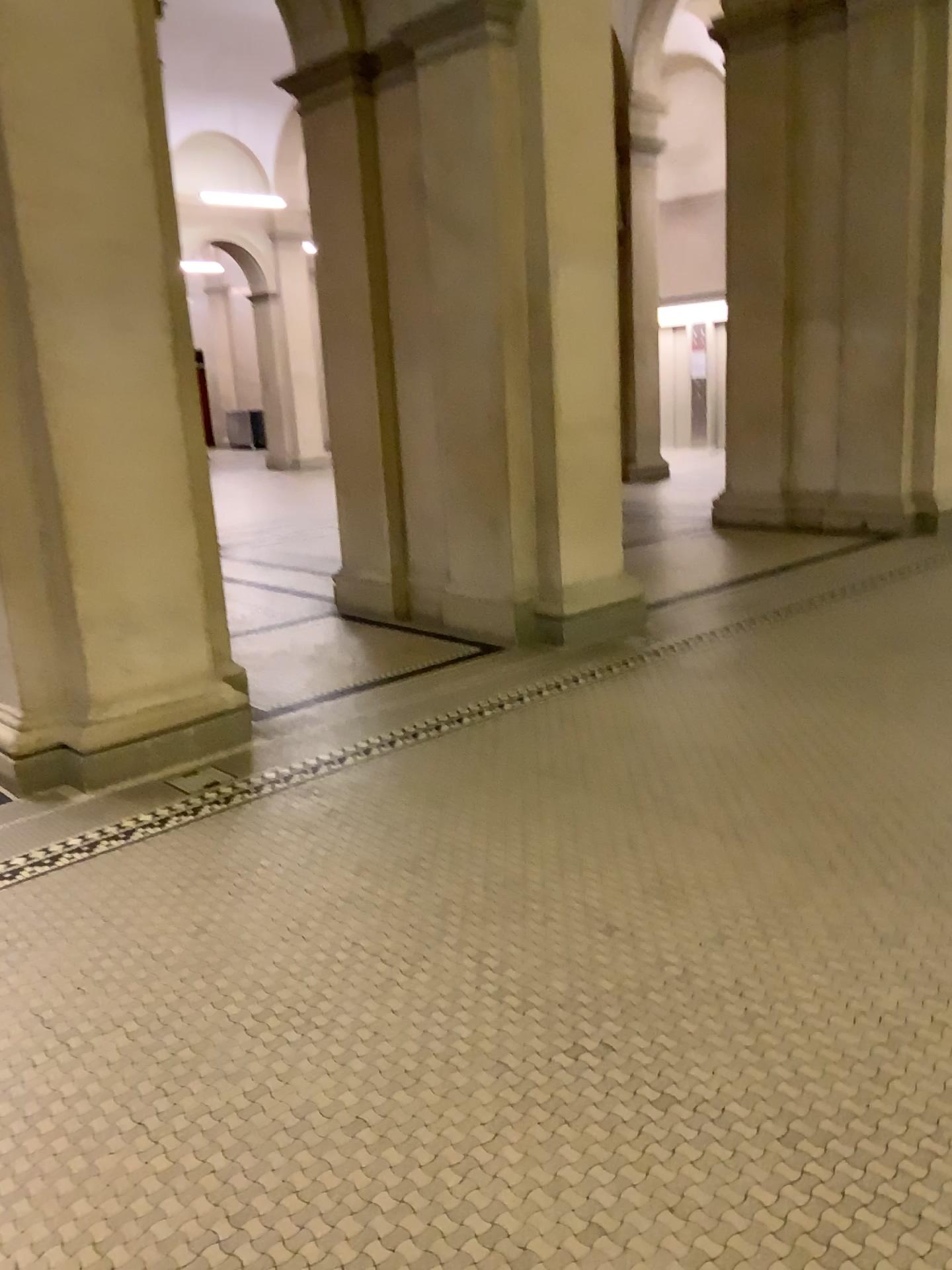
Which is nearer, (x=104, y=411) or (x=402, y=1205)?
(x=402, y=1205)

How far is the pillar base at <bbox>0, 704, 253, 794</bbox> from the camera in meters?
3.9

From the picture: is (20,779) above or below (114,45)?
below

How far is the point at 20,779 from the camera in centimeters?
393cm
